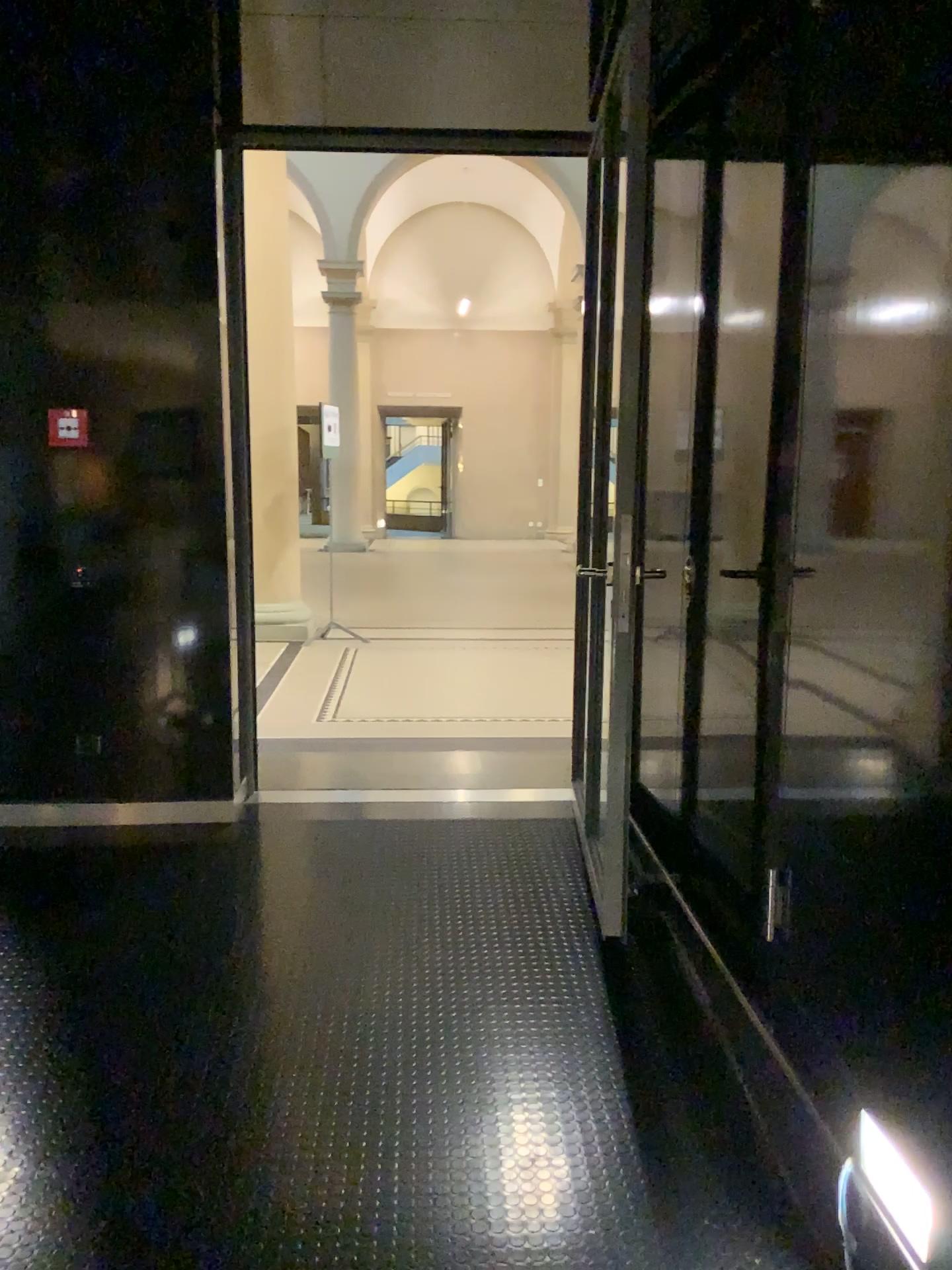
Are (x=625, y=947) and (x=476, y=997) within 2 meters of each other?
yes

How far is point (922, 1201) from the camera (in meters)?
1.65

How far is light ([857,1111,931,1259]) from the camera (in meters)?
1.65
